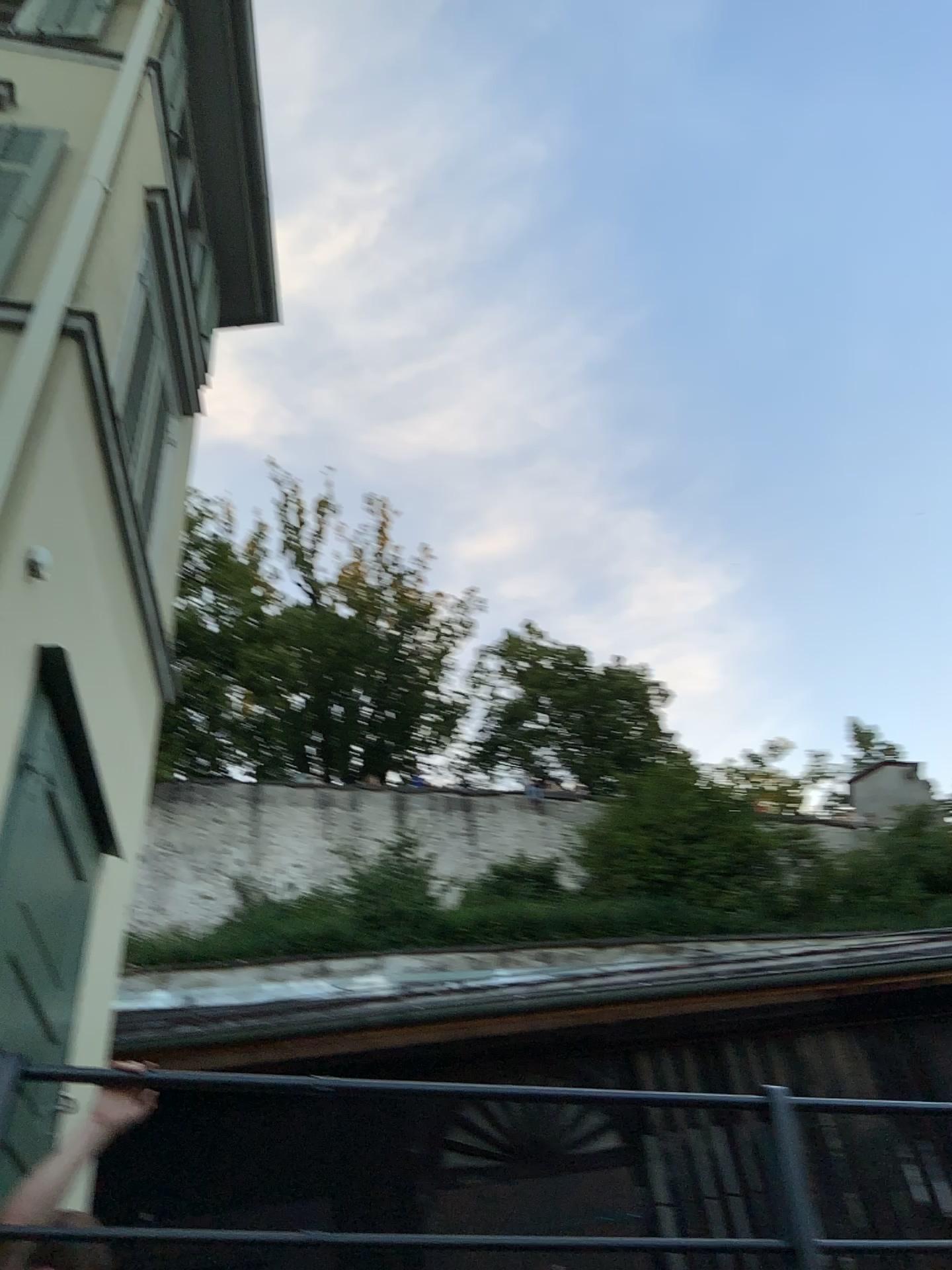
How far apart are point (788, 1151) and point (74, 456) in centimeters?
349cm
